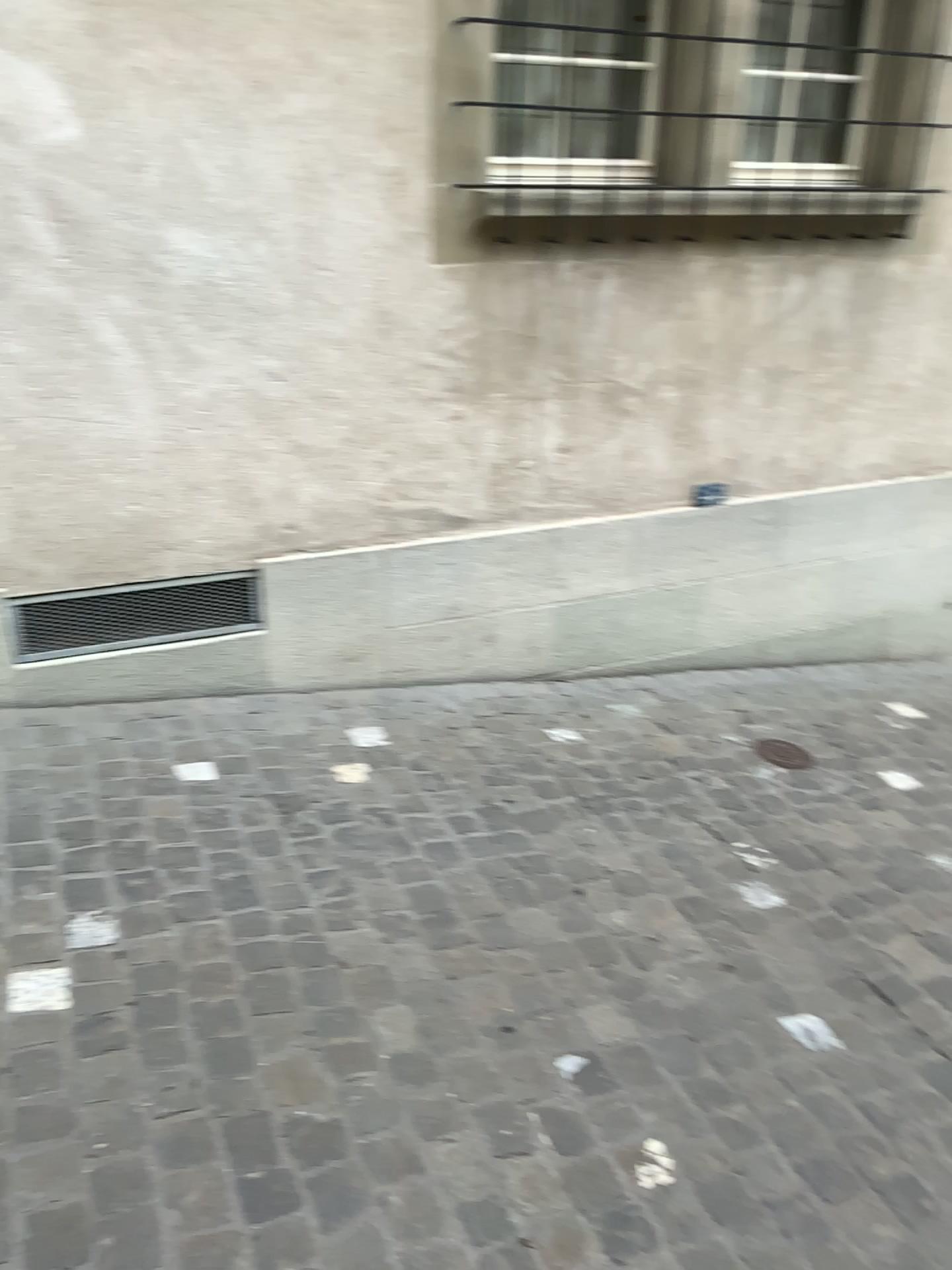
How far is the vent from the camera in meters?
2.9 m

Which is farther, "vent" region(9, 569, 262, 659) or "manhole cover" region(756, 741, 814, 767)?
"manhole cover" region(756, 741, 814, 767)

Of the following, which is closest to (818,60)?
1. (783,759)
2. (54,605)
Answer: (783,759)

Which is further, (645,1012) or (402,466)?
(402,466)

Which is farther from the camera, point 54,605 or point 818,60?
point 818,60

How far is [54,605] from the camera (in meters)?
2.85

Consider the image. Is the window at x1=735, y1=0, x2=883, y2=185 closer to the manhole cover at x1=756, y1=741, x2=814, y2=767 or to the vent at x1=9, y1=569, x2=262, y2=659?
the manhole cover at x1=756, y1=741, x2=814, y2=767

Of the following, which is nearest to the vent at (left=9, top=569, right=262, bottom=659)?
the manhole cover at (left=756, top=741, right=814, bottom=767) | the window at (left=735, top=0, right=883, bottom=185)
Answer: the manhole cover at (left=756, top=741, right=814, bottom=767)

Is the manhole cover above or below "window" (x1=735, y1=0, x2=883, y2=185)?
below

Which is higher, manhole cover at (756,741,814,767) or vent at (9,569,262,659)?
vent at (9,569,262,659)
